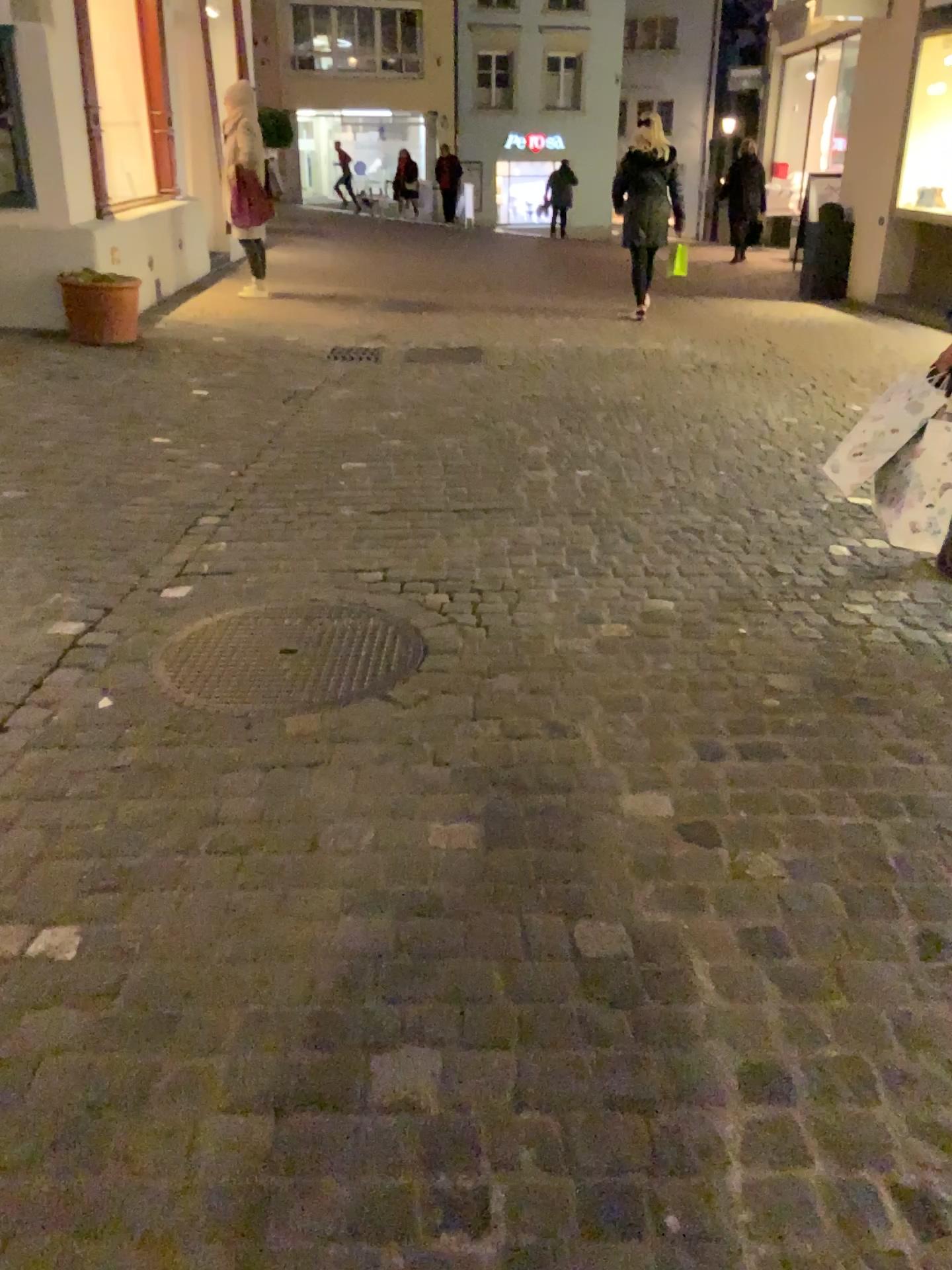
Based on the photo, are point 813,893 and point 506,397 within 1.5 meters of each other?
no
